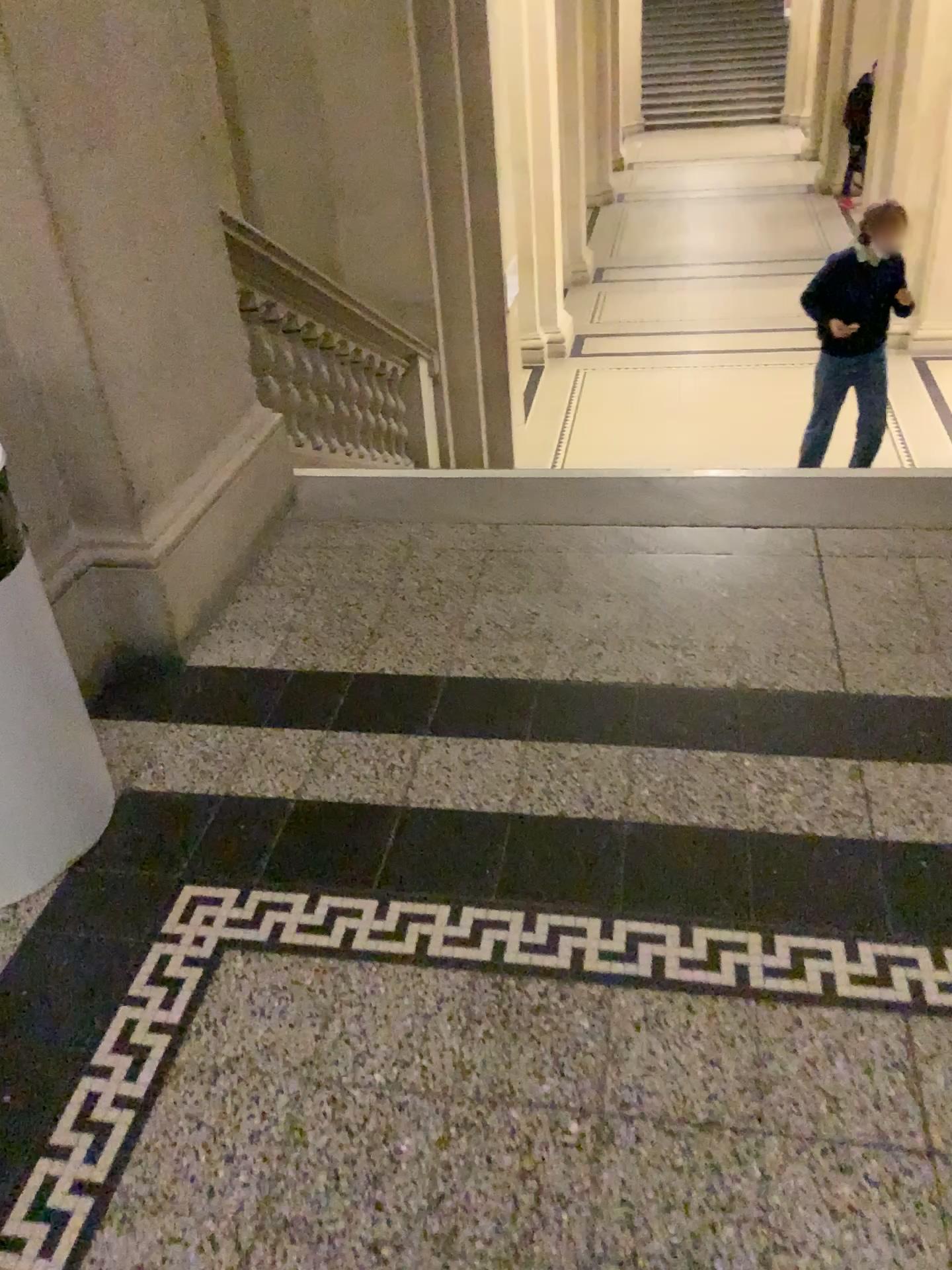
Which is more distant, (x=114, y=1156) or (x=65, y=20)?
(x=65, y=20)

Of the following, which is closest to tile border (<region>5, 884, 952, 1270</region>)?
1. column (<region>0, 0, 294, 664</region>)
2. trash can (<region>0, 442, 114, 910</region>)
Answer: trash can (<region>0, 442, 114, 910</region>)

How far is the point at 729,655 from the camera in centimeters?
220cm

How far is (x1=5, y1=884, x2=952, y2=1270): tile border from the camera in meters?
1.4

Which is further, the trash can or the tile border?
the trash can

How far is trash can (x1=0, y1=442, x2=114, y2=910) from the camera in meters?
1.6

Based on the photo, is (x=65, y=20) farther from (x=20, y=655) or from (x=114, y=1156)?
(x=114, y=1156)

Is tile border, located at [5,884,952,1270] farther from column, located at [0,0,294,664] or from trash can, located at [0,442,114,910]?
column, located at [0,0,294,664]

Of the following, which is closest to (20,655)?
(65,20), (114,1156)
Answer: (114,1156)

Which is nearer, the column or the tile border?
the tile border
